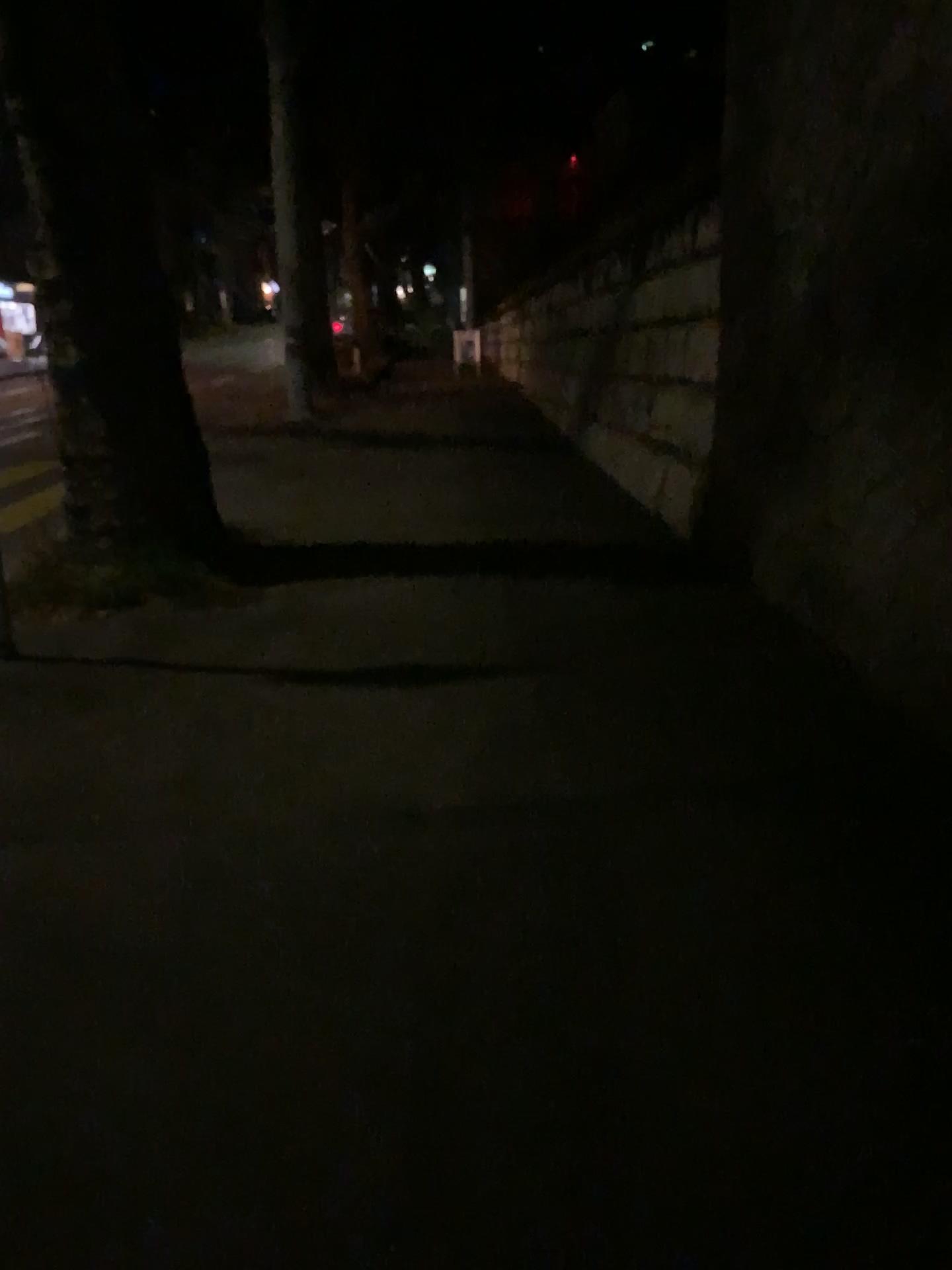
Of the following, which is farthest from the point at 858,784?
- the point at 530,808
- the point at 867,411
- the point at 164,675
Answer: the point at 164,675
